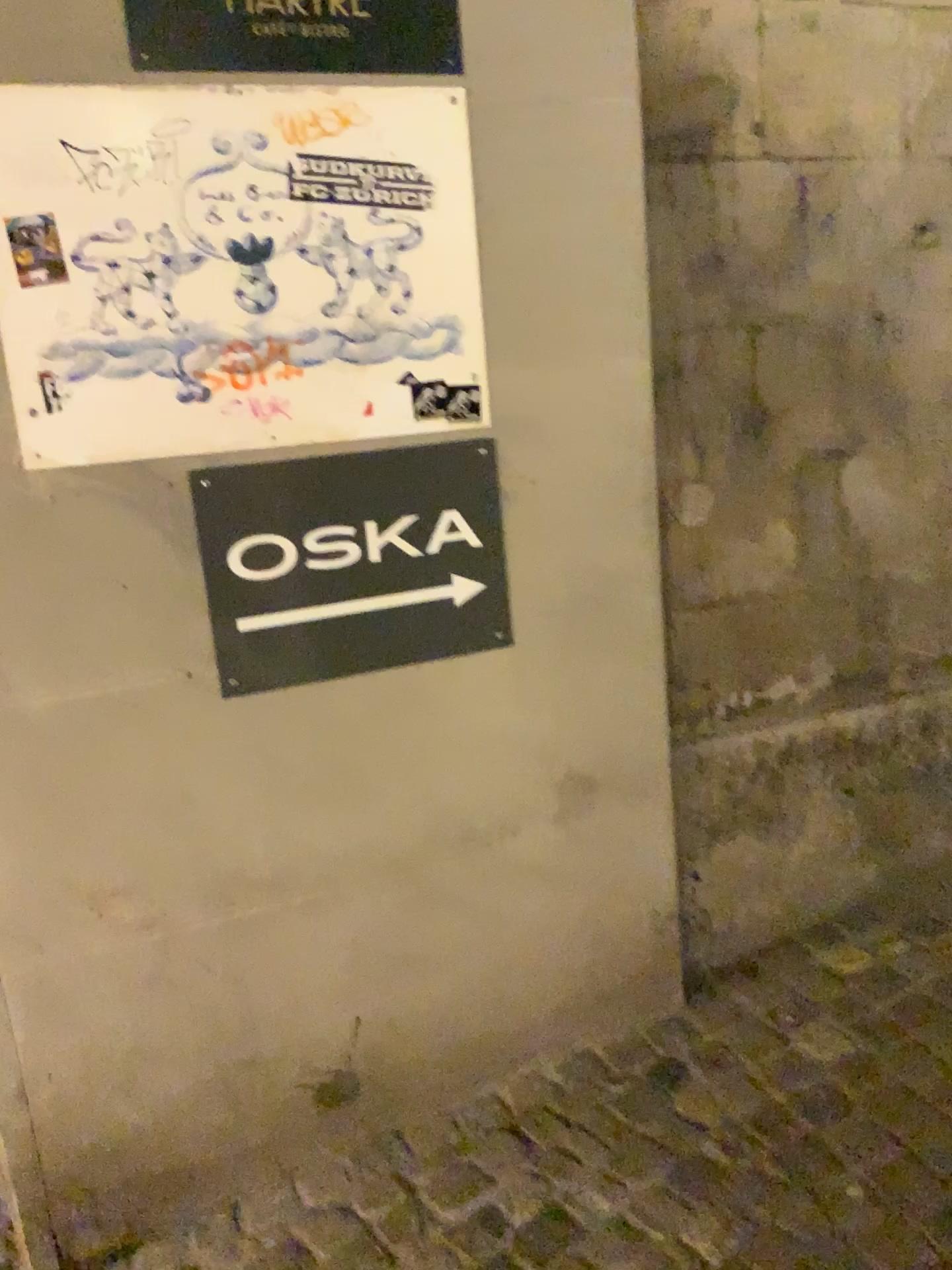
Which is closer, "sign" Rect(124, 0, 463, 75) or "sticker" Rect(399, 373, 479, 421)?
"sign" Rect(124, 0, 463, 75)

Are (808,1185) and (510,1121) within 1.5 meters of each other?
yes

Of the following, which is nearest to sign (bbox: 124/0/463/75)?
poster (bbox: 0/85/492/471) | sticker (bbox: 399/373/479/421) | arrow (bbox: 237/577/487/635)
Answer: poster (bbox: 0/85/492/471)

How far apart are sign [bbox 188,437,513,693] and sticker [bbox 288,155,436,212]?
0.42m

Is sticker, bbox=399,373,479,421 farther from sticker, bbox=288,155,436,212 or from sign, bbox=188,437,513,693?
sticker, bbox=288,155,436,212

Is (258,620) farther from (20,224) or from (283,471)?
(20,224)

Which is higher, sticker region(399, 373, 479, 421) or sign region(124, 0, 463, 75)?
sign region(124, 0, 463, 75)

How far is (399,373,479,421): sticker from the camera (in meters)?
1.87

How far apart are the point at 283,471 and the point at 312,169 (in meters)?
0.50

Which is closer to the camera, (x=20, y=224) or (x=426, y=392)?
(x=20, y=224)
